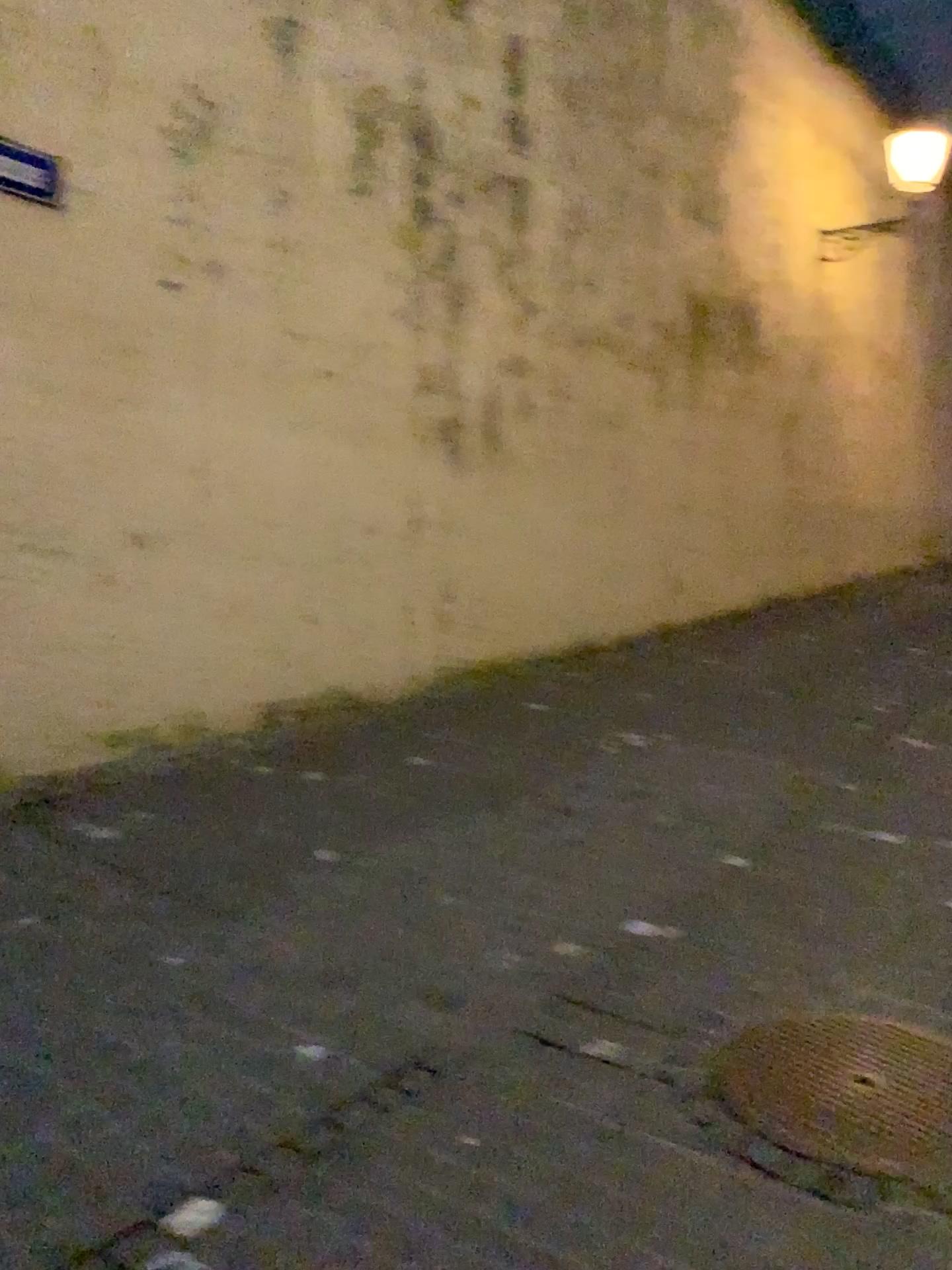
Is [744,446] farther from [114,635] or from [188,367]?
[114,635]
